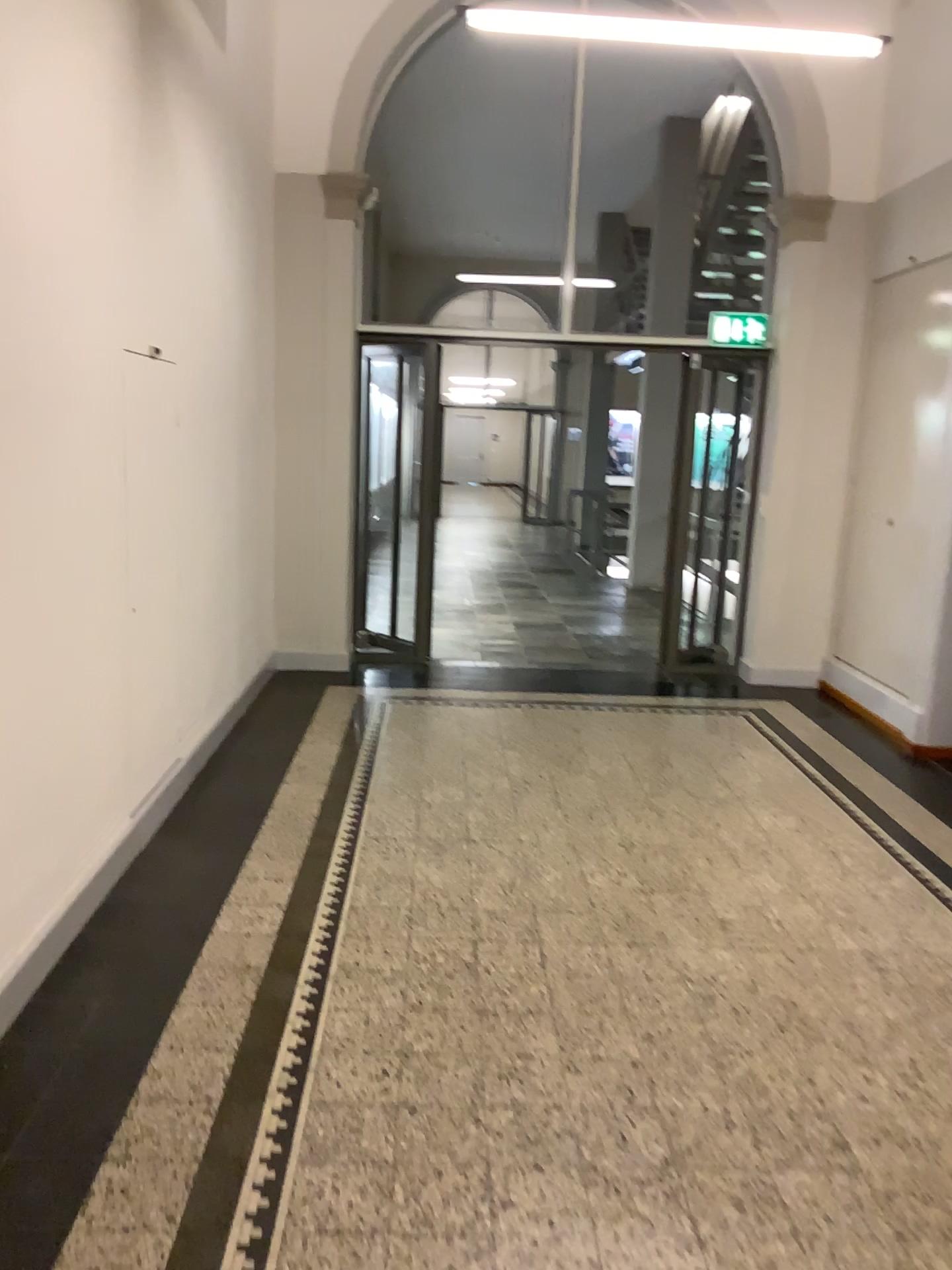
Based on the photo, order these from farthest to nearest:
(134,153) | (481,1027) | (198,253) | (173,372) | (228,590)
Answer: (228,590)
(198,253)
(173,372)
(134,153)
(481,1027)
